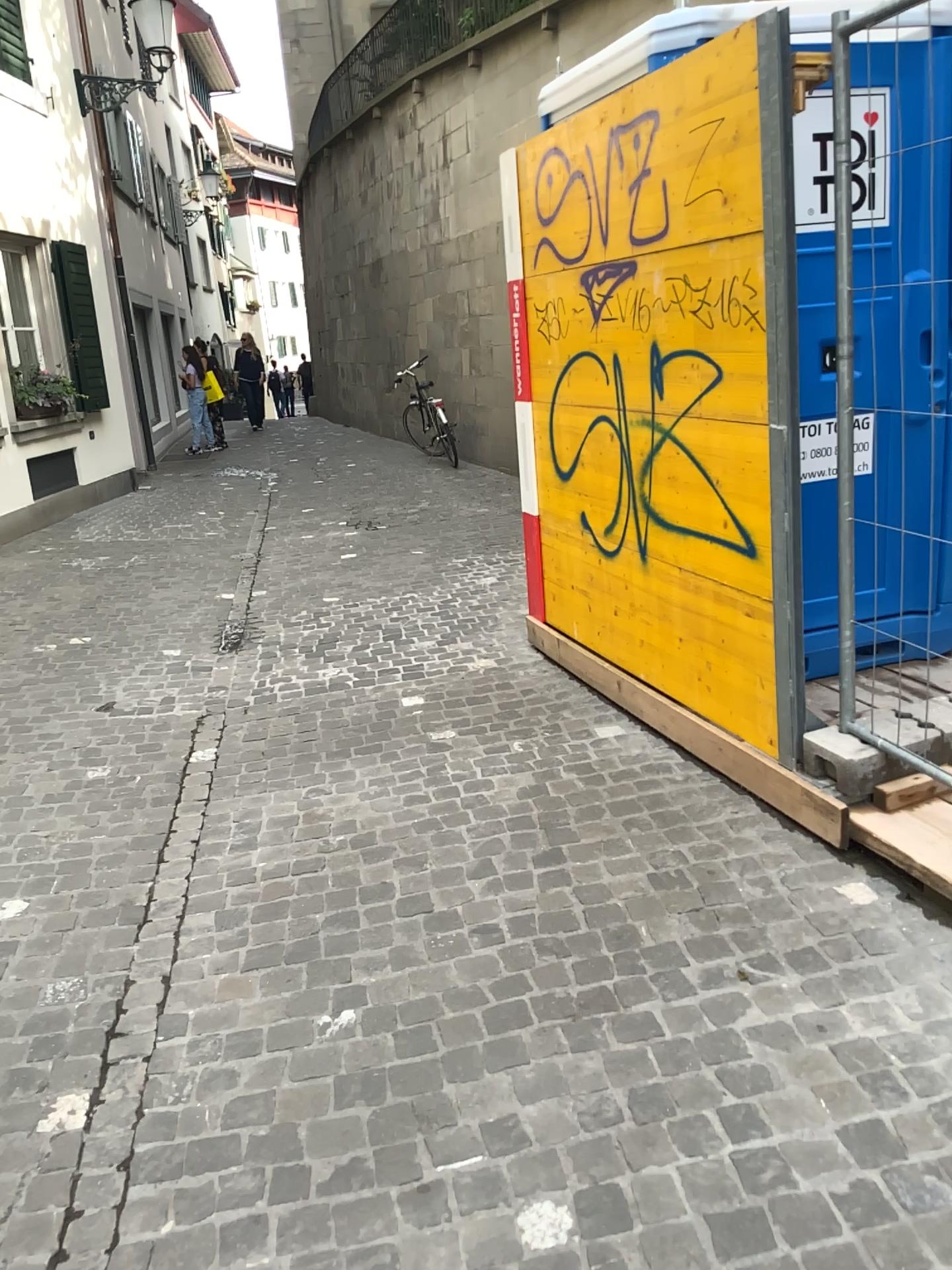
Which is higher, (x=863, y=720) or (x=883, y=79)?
(x=883, y=79)

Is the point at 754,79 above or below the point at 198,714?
above
